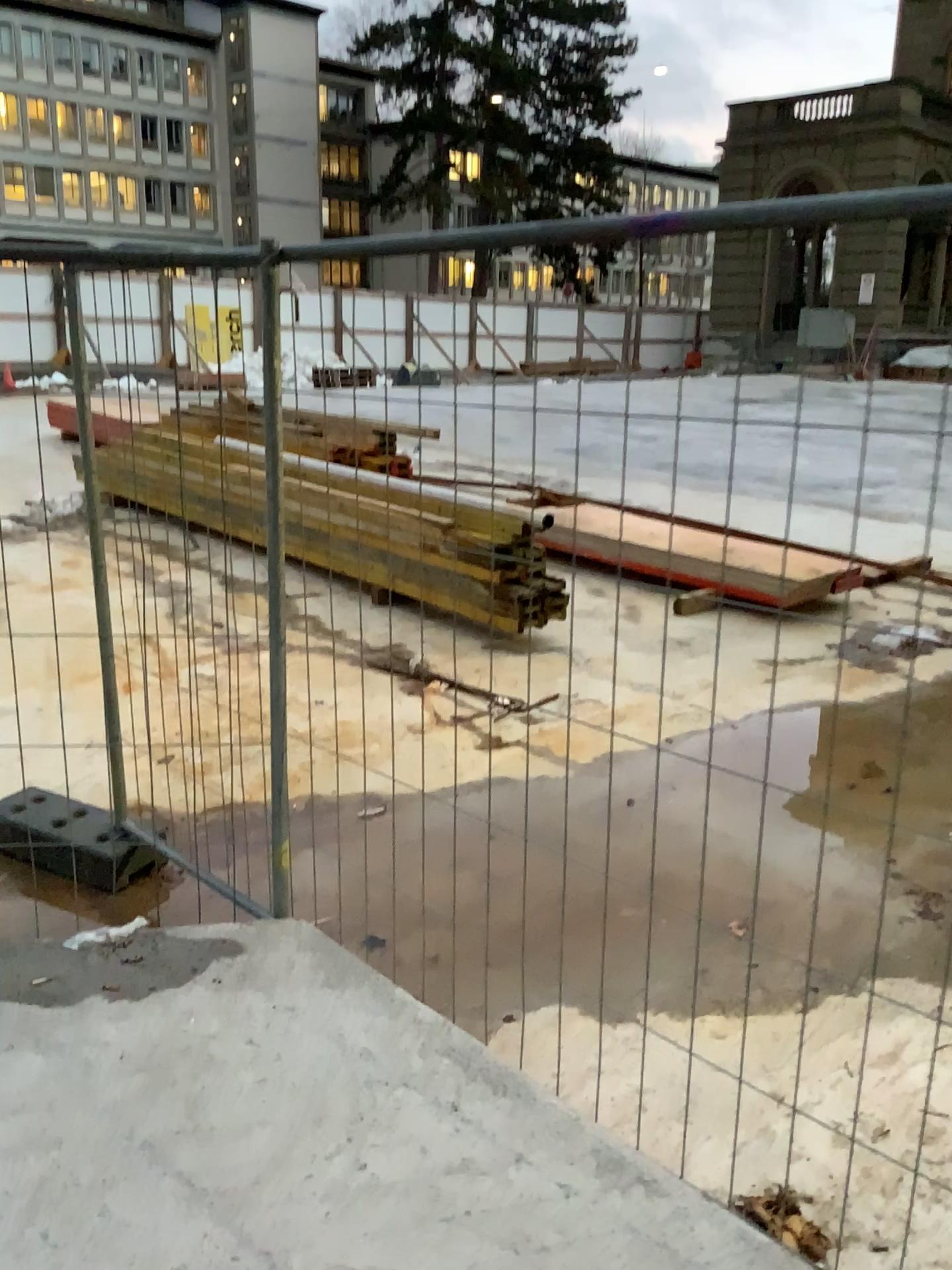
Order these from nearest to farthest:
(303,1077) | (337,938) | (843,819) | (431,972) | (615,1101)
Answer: (303,1077)
(615,1101)
(431,972)
(337,938)
(843,819)
